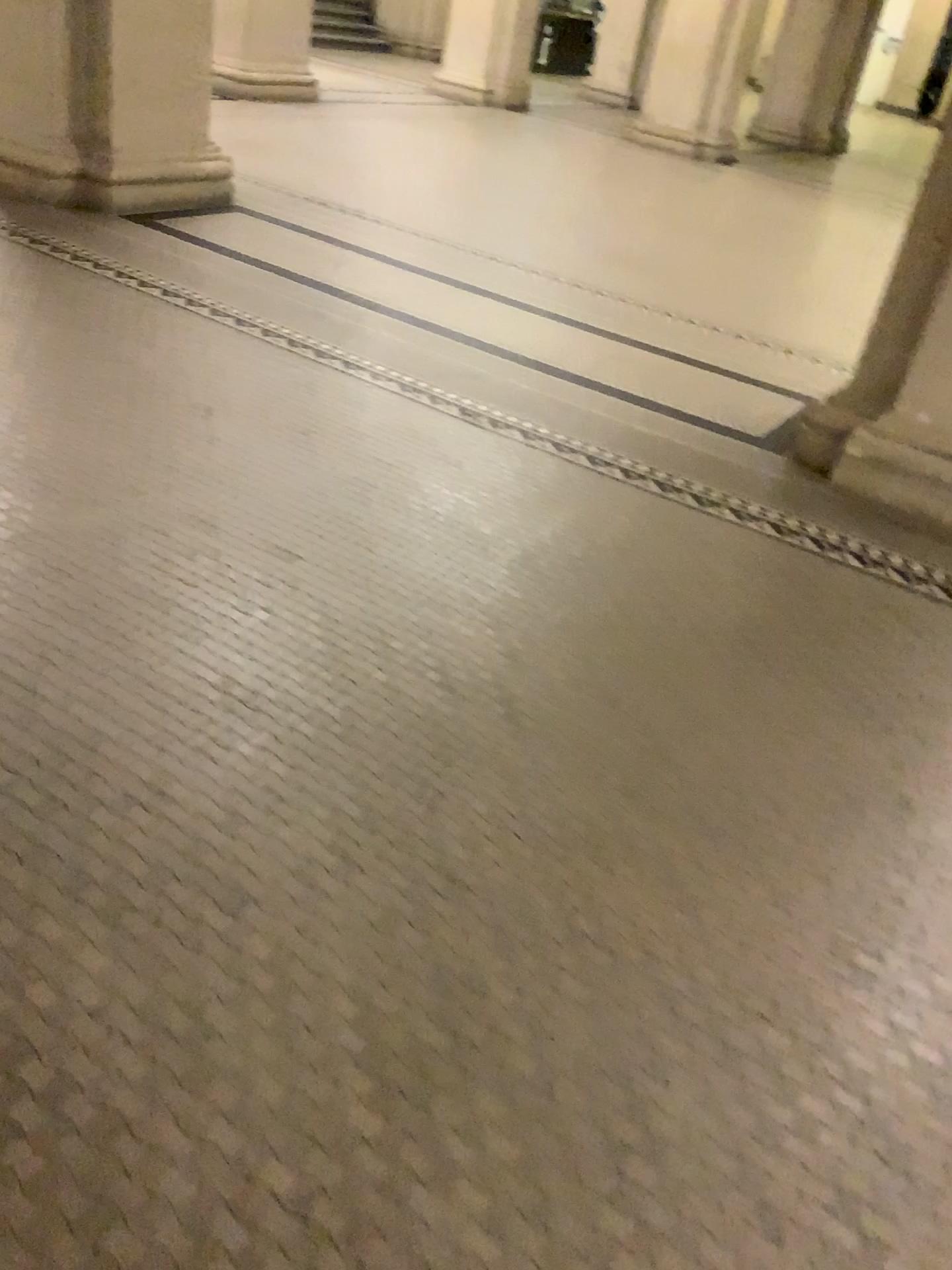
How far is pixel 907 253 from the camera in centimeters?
328cm

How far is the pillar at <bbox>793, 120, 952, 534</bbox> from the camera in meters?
3.3 m

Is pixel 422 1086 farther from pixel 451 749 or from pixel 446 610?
pixel 446 610
